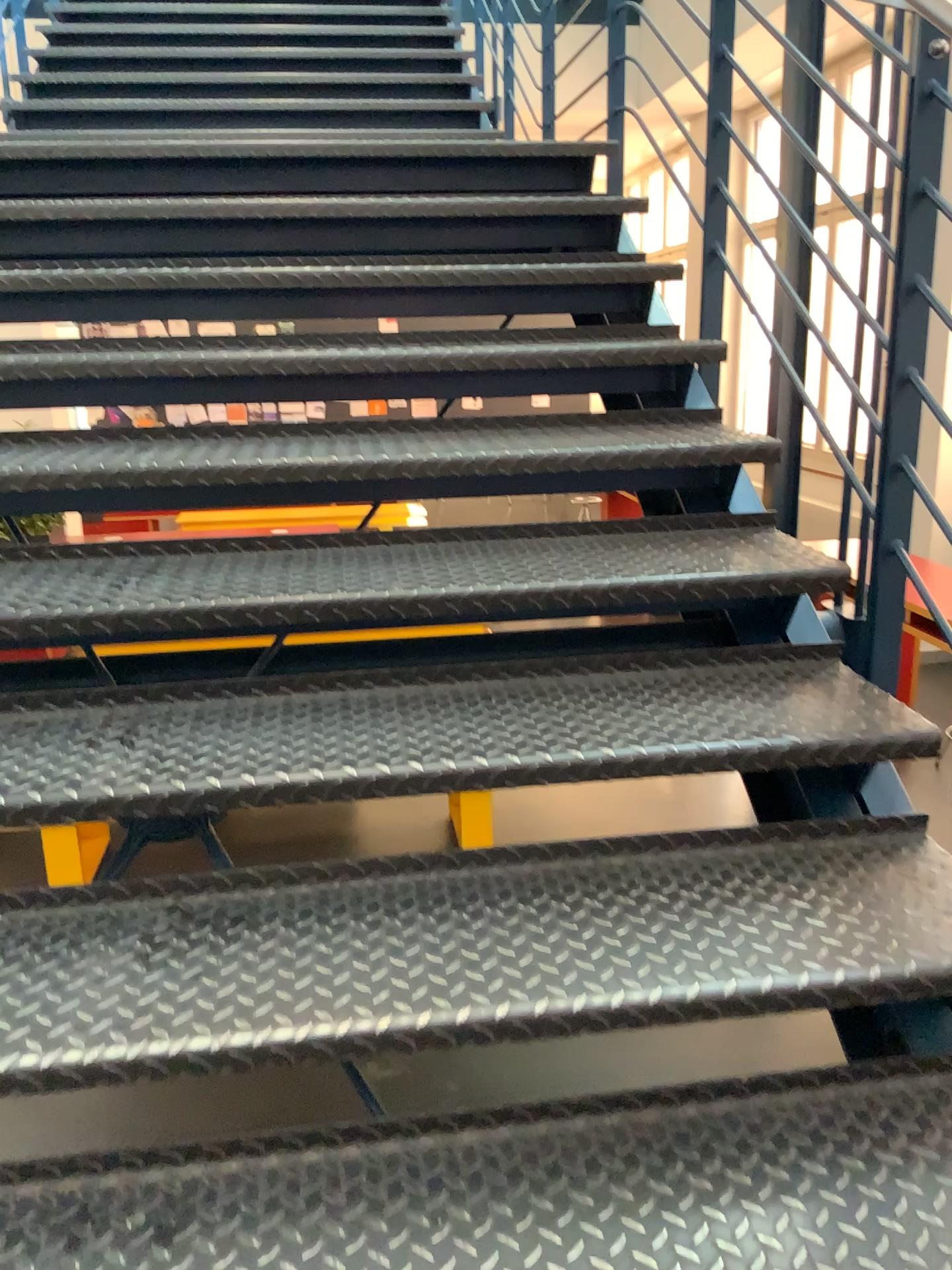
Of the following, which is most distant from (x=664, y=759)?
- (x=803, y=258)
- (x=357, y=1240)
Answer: (x=803, y=258)

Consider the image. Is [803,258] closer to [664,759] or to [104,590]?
[664,759]

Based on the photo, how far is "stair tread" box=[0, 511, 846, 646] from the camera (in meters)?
1.67

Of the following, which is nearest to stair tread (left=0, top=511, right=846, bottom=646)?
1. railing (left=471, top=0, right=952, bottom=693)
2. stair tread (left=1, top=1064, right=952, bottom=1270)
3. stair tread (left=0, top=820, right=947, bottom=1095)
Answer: railing (left=471, top=0, right=952, bottom=693)

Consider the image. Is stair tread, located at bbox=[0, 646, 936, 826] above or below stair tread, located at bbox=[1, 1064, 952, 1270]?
above

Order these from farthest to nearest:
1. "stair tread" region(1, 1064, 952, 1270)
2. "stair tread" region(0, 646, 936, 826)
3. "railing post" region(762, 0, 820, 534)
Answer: "railing post" region(762, 0, 820, 534) → "stair tread" region(0, 646, 936, 826) → "stair tread" region(1, 1064, 952, 1270)

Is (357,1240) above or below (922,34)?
below

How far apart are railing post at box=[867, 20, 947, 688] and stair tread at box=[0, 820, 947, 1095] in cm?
28

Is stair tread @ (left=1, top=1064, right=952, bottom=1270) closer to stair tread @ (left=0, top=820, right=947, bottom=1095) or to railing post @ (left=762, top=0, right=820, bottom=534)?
stair tread @ (left=0, top=820, right=947, bottom=1095)

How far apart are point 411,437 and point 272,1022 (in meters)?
1.22
